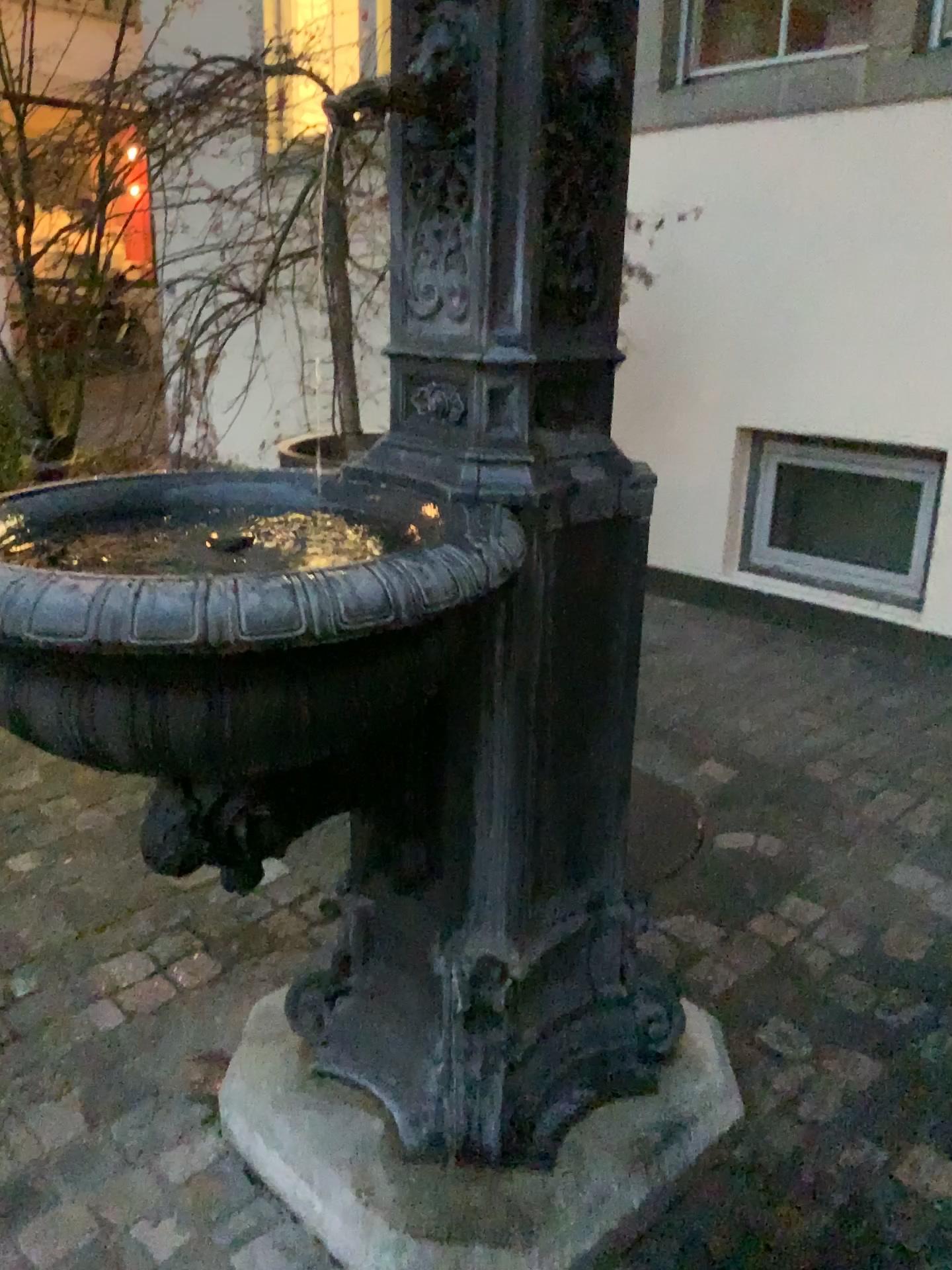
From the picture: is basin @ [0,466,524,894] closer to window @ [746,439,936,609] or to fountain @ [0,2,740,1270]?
fountain @ [0,2,740,1270]

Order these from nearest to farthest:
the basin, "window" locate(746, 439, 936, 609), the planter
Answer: the basin, the planter, "window" locate(746, 439, 936, 609)

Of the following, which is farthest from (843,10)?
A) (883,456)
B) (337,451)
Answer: (337,451)

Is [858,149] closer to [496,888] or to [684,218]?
[684,218]

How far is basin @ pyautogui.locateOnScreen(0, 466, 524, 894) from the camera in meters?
0.9

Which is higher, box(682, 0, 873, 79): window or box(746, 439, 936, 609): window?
box(682, 0, 873, 79): window

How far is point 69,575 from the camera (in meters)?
0.88

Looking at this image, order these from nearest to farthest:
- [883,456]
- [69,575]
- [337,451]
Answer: [69,575] → [337,451] → [883,456]

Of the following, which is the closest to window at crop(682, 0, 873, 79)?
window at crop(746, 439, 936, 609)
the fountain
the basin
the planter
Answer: window at crop(746, 439, 936, 609)

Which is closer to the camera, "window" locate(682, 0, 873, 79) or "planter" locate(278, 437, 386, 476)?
"planter" locate(278, 437, 386, 476)
